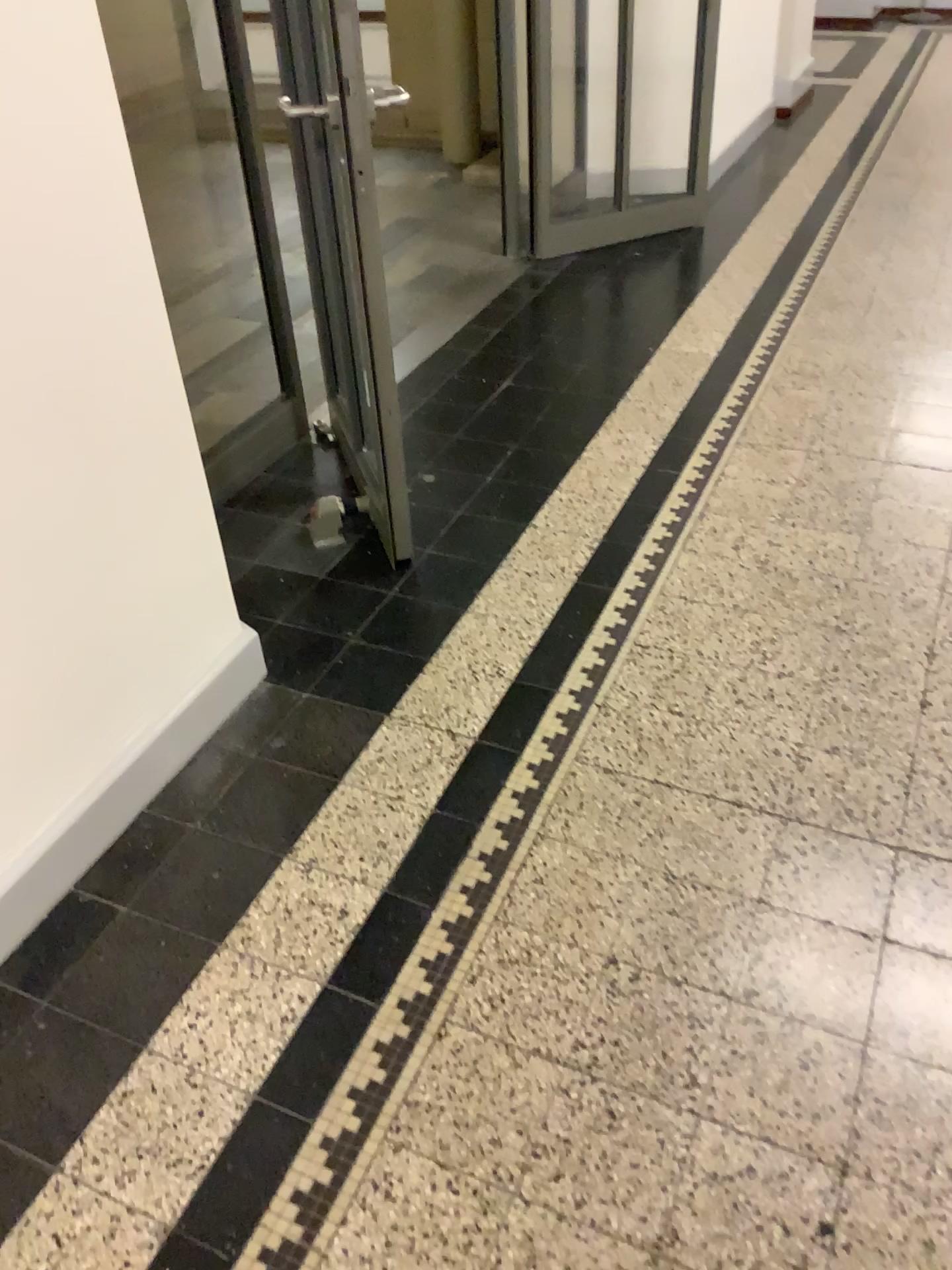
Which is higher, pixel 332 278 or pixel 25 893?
pixel 332 278

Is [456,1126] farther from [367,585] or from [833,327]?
[833,327]

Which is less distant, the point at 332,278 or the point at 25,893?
the point at 25,893

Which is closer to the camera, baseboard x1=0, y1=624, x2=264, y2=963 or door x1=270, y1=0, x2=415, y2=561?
baseboard x1=0, y1=624, x2=264, y2=963
